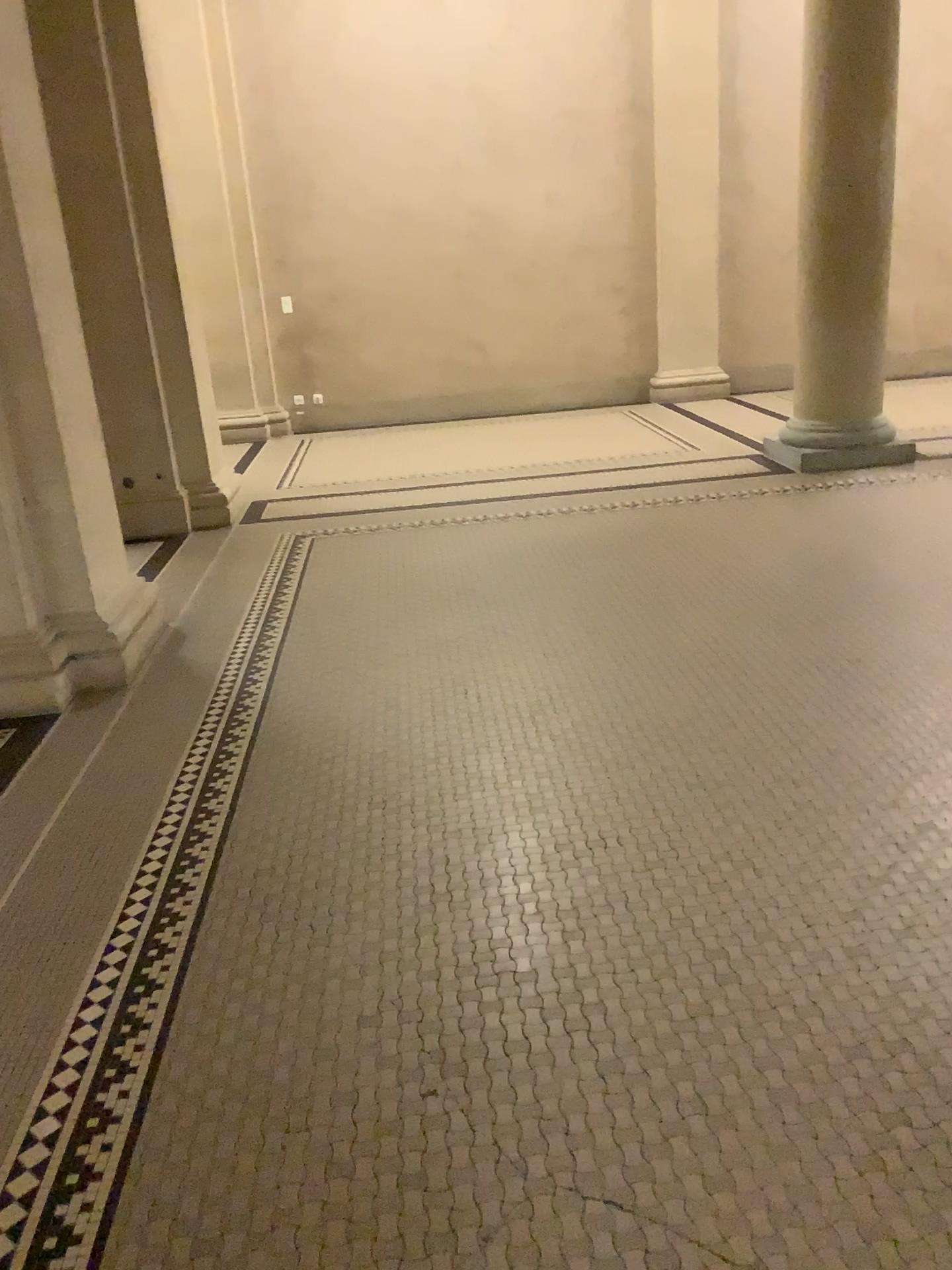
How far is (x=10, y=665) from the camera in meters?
3.7 m

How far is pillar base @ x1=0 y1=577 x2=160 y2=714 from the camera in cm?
368

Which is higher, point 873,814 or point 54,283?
point 54,283

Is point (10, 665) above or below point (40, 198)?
below
